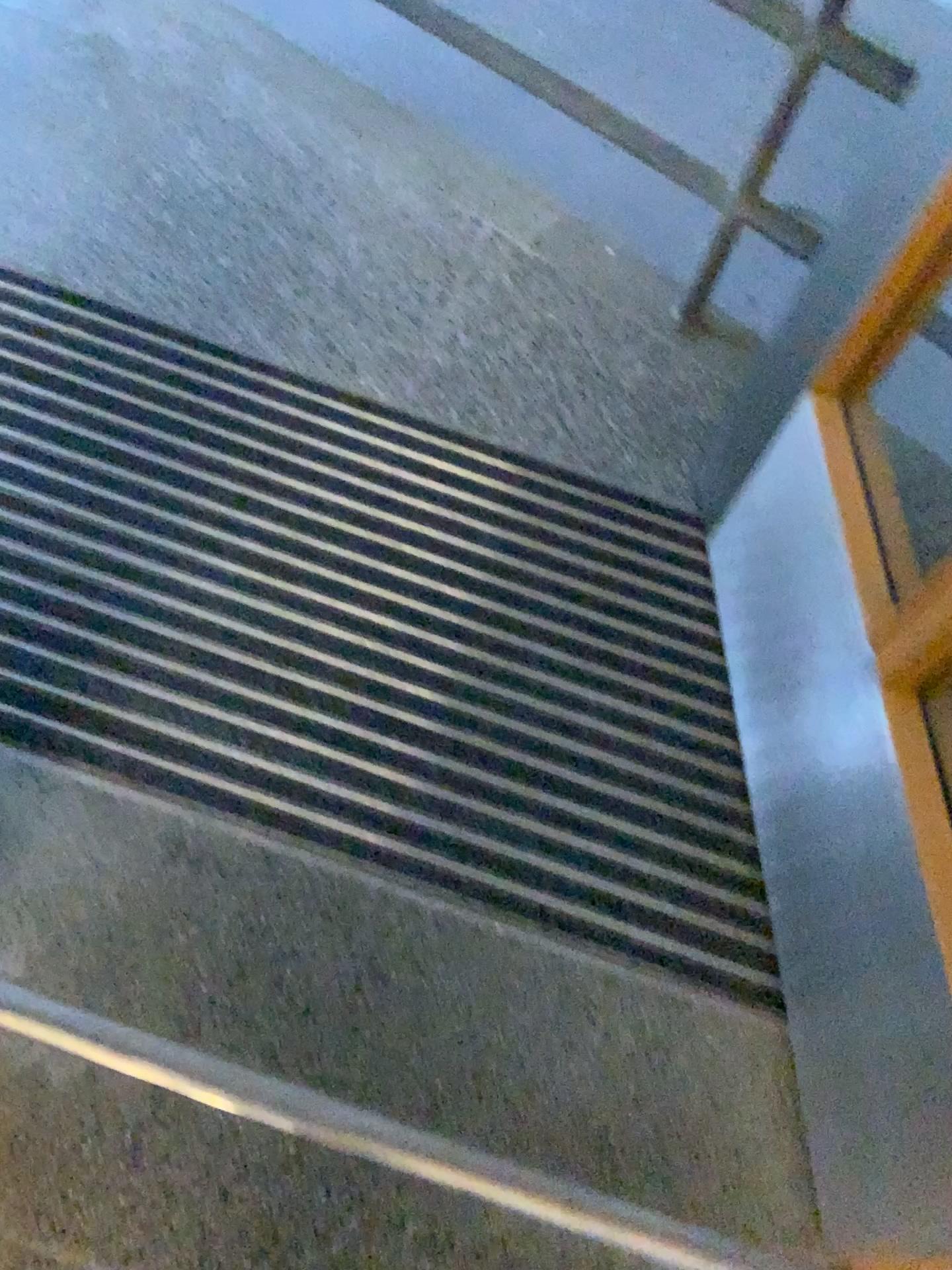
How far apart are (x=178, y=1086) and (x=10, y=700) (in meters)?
0.47

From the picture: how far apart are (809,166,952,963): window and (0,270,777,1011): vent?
0.3m

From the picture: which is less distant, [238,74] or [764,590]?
[764,590]

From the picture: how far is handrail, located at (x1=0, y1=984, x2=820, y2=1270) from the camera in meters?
1.0

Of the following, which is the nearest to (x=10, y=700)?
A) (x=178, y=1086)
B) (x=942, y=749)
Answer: (x=178, y=1086)

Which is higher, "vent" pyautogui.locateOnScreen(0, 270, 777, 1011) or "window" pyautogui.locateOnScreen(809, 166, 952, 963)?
"window" pyautogui.locateOnScreen(809, 166, 952, 963)

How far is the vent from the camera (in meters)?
1.20

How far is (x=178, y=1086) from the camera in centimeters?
102cm

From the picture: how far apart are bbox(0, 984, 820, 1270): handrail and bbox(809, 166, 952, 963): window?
0.4 meters

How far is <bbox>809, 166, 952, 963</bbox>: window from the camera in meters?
1.0
